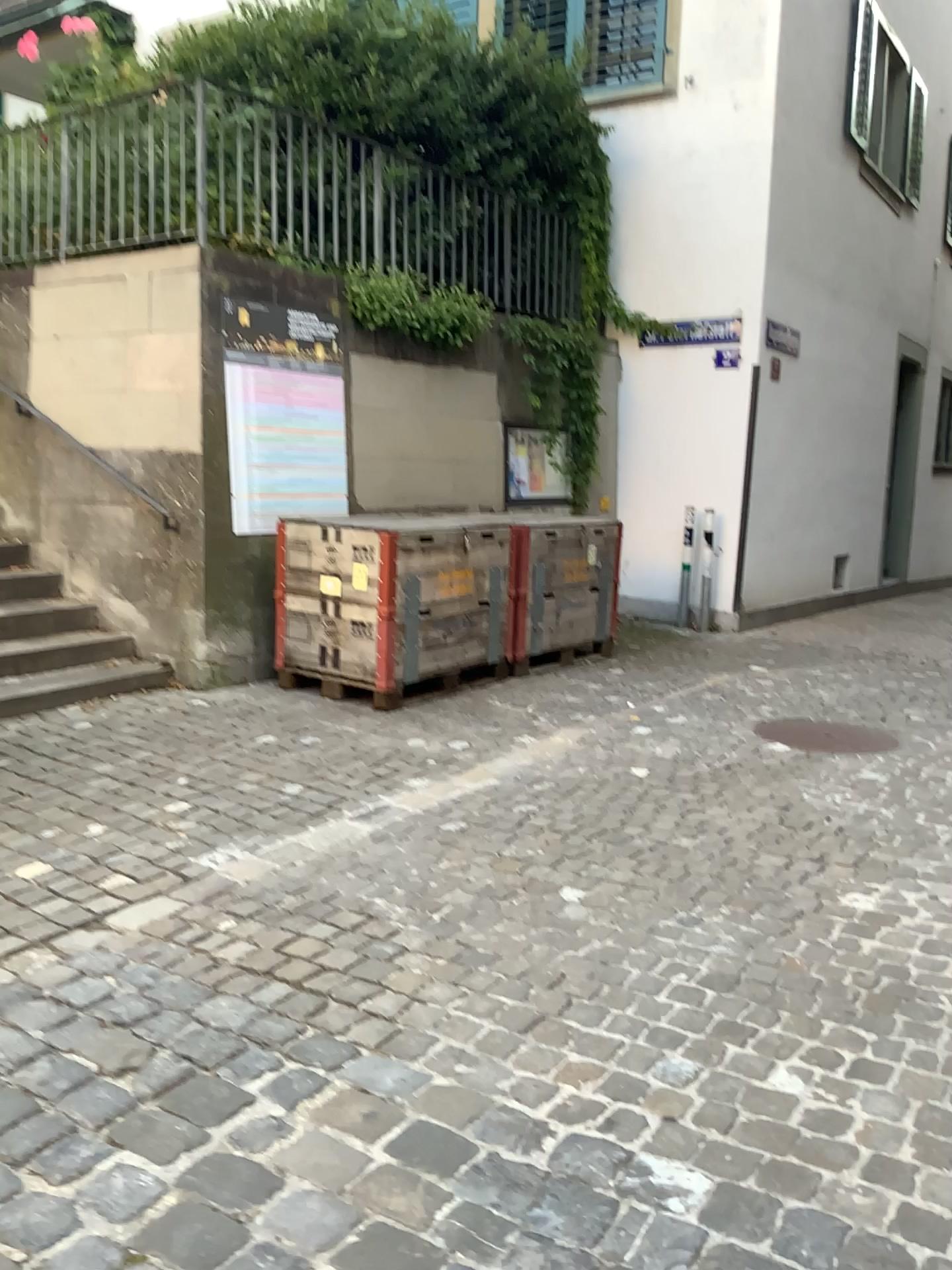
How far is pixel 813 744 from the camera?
4.8 meters

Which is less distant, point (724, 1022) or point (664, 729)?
point (724, 1022)

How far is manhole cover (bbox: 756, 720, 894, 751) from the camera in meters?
4.8 m
